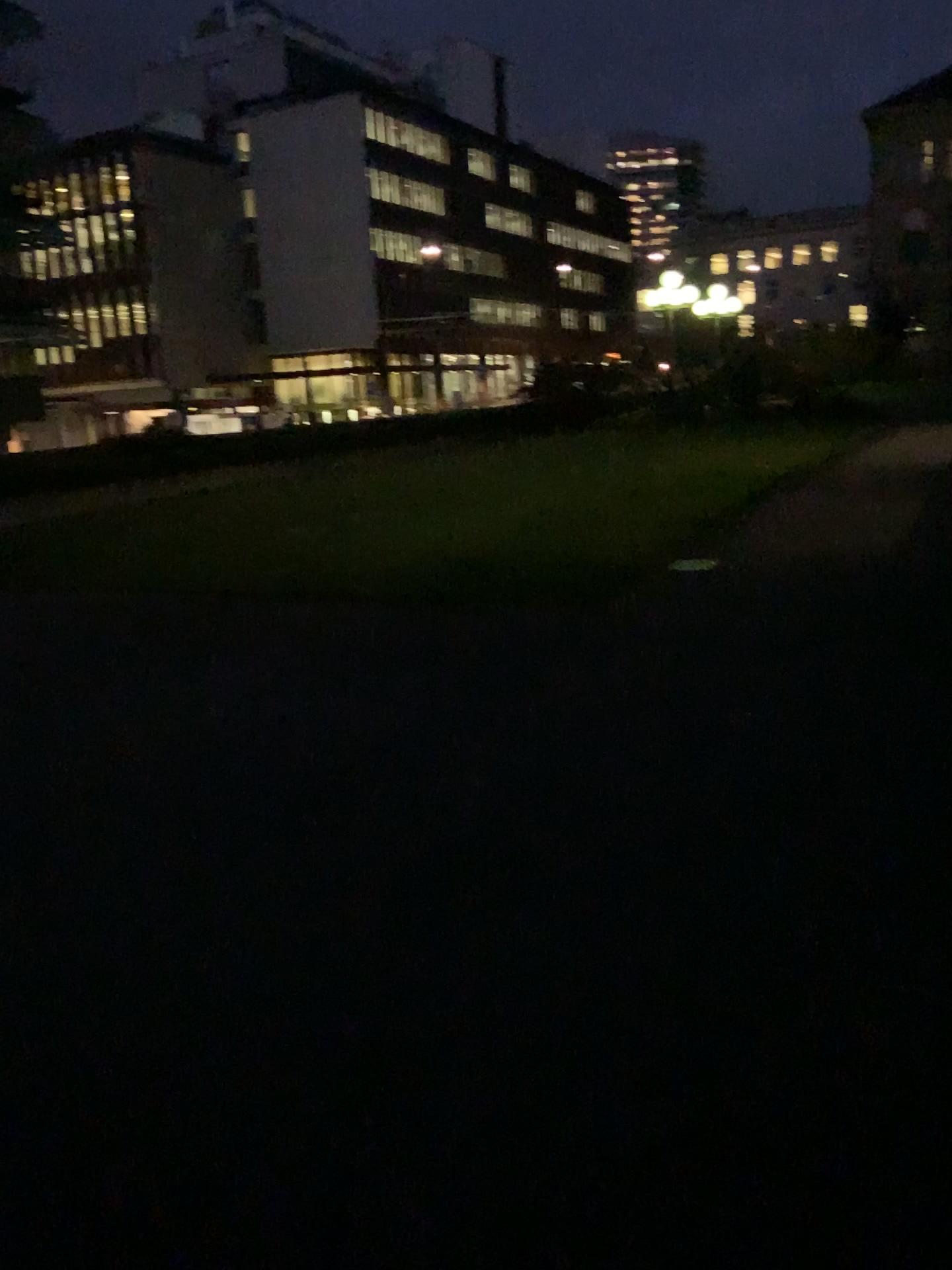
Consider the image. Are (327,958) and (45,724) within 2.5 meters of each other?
no
